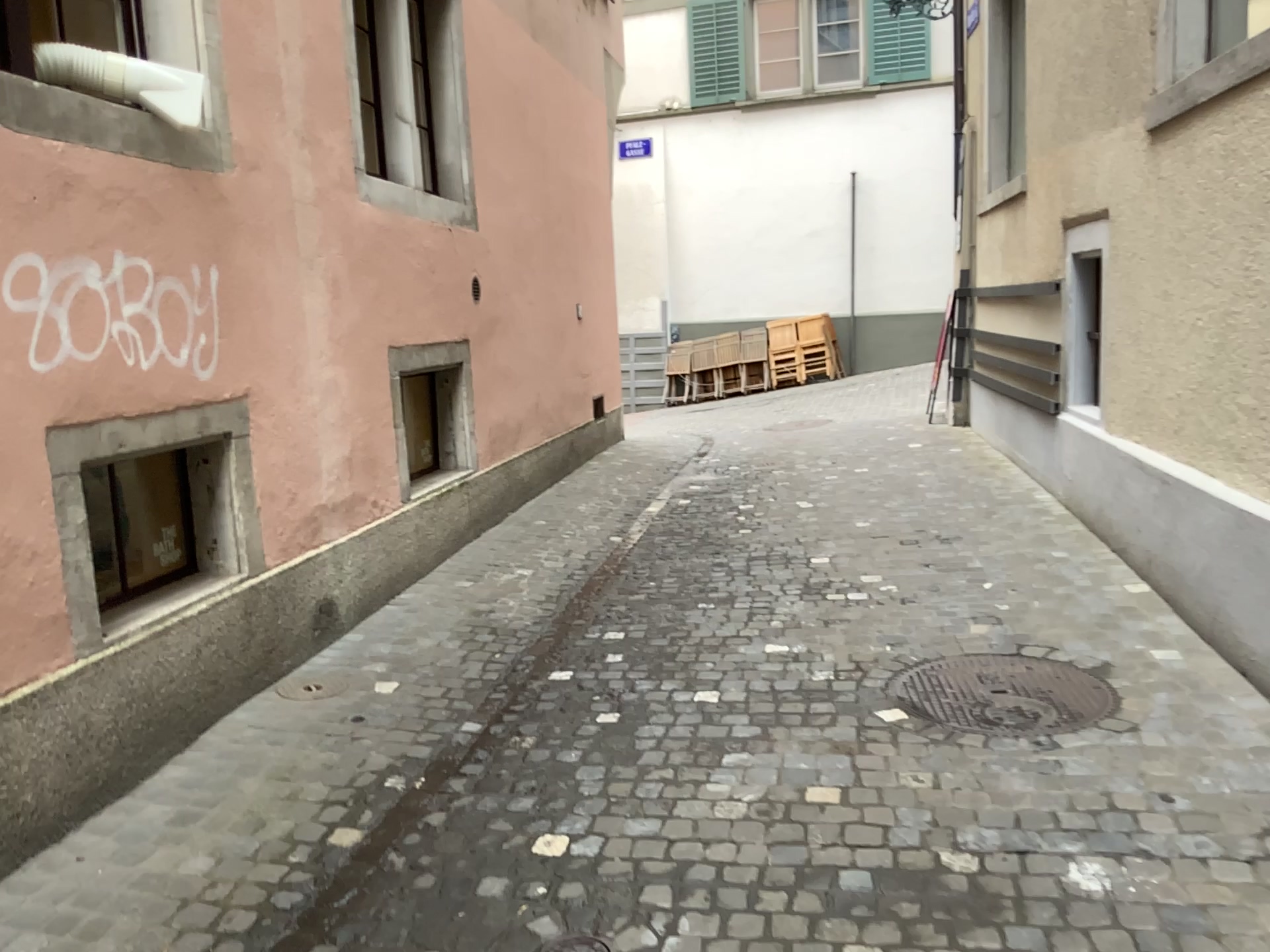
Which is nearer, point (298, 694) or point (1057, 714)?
point (1057, 714)

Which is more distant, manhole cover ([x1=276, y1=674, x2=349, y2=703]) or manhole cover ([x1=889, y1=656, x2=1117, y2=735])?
manhole cover ([x1=276, y1=674, x2=349, y2=703])

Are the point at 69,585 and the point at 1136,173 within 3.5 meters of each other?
no
